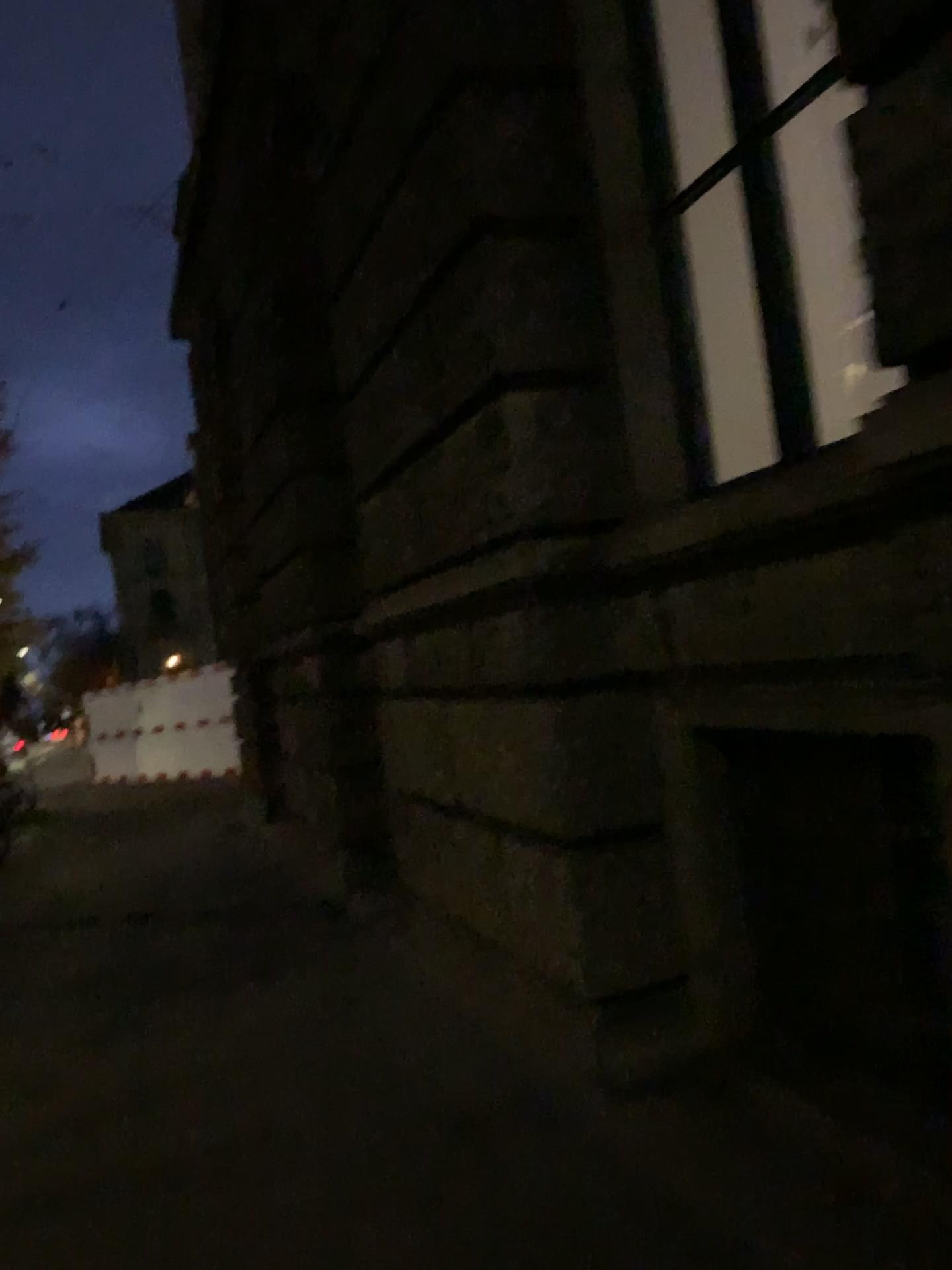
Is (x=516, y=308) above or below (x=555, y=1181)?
above
